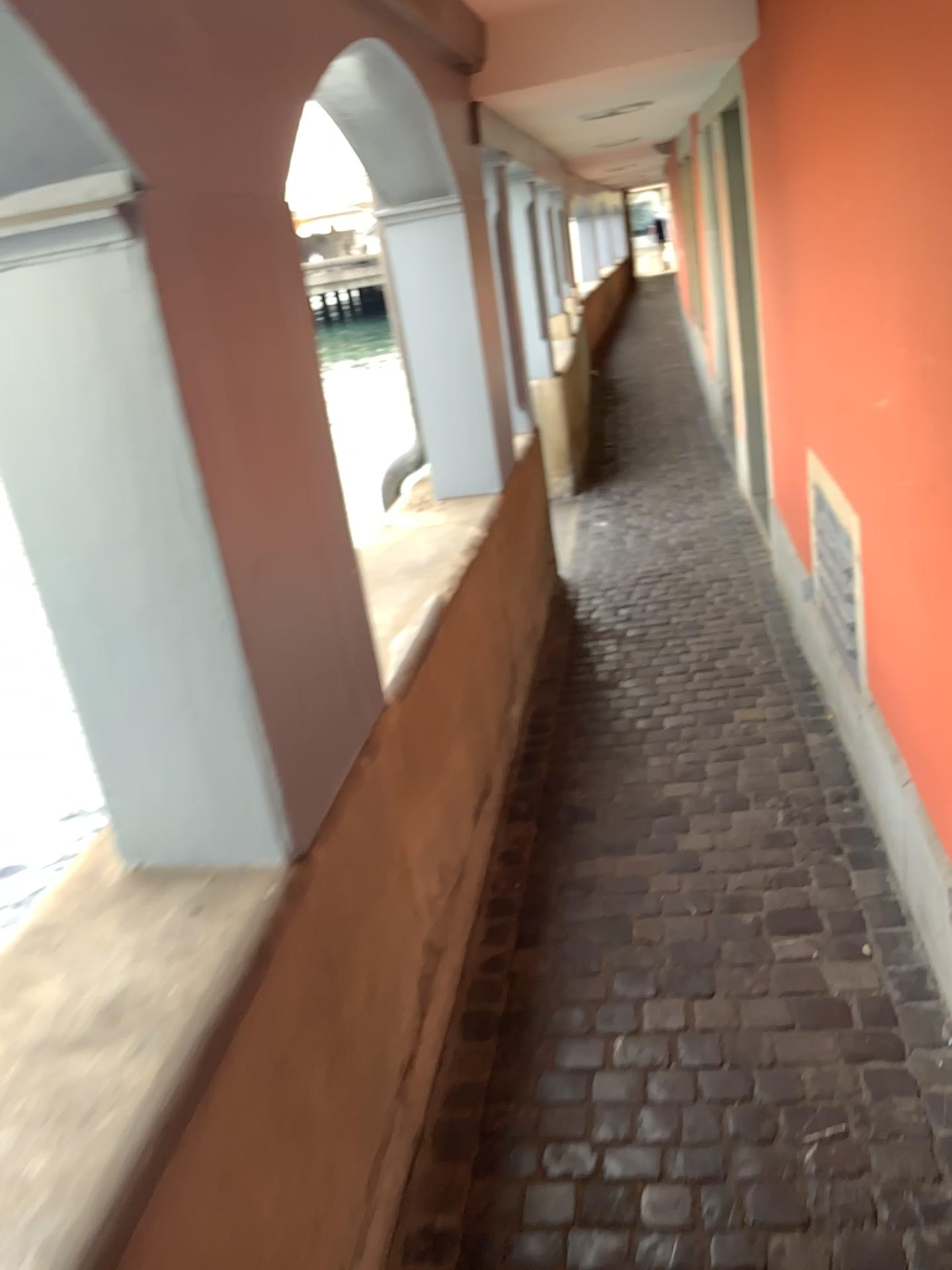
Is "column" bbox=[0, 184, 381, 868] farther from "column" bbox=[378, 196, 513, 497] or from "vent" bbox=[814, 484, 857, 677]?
"column" bbox=[378, 196, 513, 497]

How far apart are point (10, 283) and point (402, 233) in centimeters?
230cm

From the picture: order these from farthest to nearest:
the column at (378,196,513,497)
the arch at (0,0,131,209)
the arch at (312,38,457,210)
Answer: the column at (378,196,513,497), the arch at (312,38,457,210), the arch at (0,0,131,209)

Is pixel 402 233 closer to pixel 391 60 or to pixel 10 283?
pixel 391 60

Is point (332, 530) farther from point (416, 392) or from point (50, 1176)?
point (416, 392)

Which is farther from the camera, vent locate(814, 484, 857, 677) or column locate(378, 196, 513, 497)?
column locate(378, 196, 513, 497)

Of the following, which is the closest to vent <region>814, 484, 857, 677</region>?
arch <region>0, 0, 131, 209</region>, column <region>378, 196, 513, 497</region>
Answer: column <region>378, 196, 513, 497</region>

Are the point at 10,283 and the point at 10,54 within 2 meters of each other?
yes

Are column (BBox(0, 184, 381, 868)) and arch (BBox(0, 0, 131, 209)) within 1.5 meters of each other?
yes

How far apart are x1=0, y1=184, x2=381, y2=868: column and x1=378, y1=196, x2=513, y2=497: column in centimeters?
189cm
